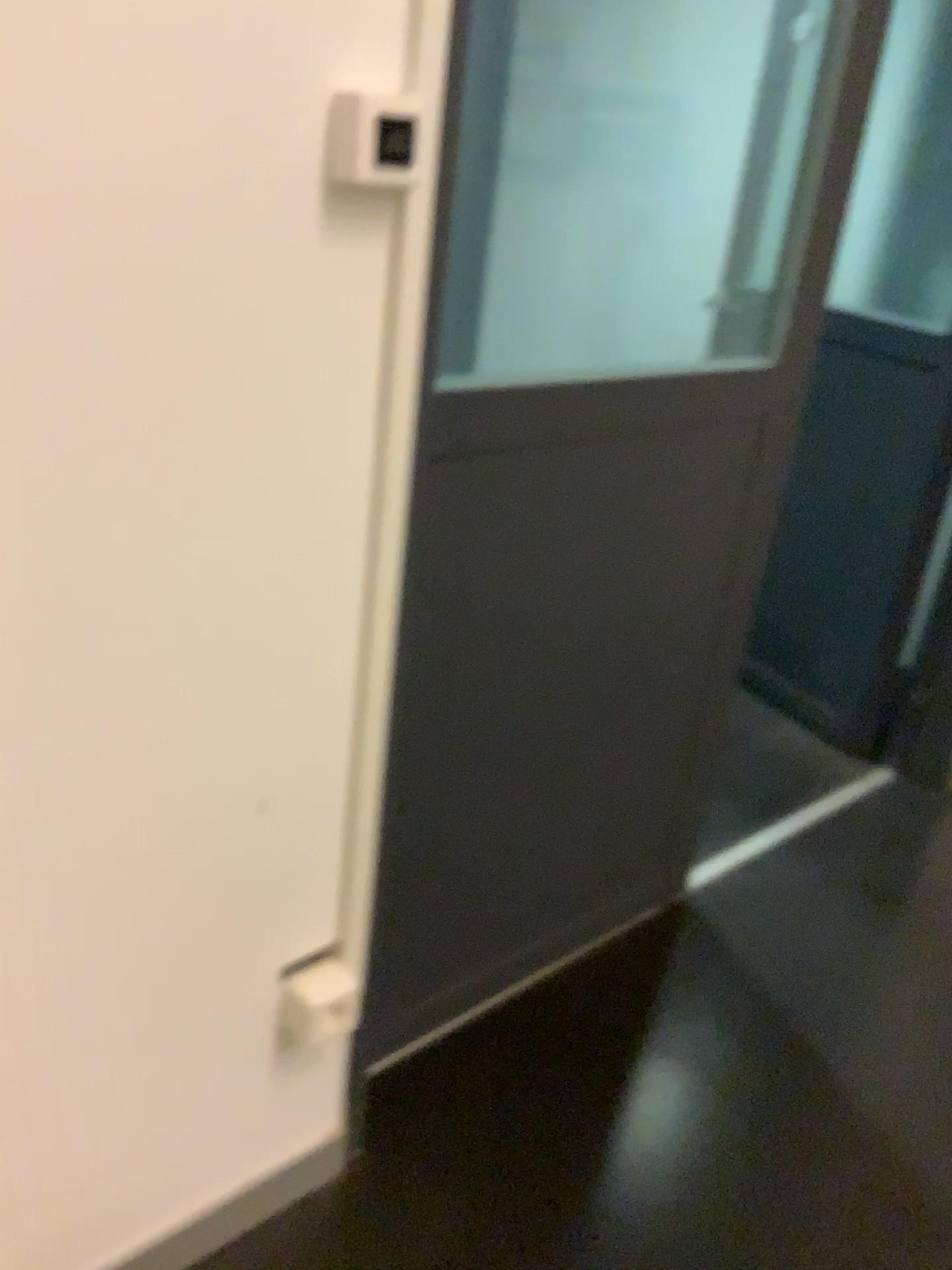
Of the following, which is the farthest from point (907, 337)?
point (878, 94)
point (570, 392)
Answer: point (570, 392)

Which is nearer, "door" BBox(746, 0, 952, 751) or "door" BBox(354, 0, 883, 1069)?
"door" BBox(354, 0, 883, 1069)

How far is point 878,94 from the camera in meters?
2.5

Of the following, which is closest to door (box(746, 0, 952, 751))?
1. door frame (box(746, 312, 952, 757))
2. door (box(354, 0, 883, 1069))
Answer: door frame (box(746, 312, 952, 757))

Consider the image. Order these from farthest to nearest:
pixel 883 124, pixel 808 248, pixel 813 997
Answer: pixel 883 124 → pixel 813 997 → pixel 808 248

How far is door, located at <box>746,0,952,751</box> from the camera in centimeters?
245cm

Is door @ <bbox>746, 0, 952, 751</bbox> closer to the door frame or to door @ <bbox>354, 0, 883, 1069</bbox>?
the door frame

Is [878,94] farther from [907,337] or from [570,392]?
[570,392]
